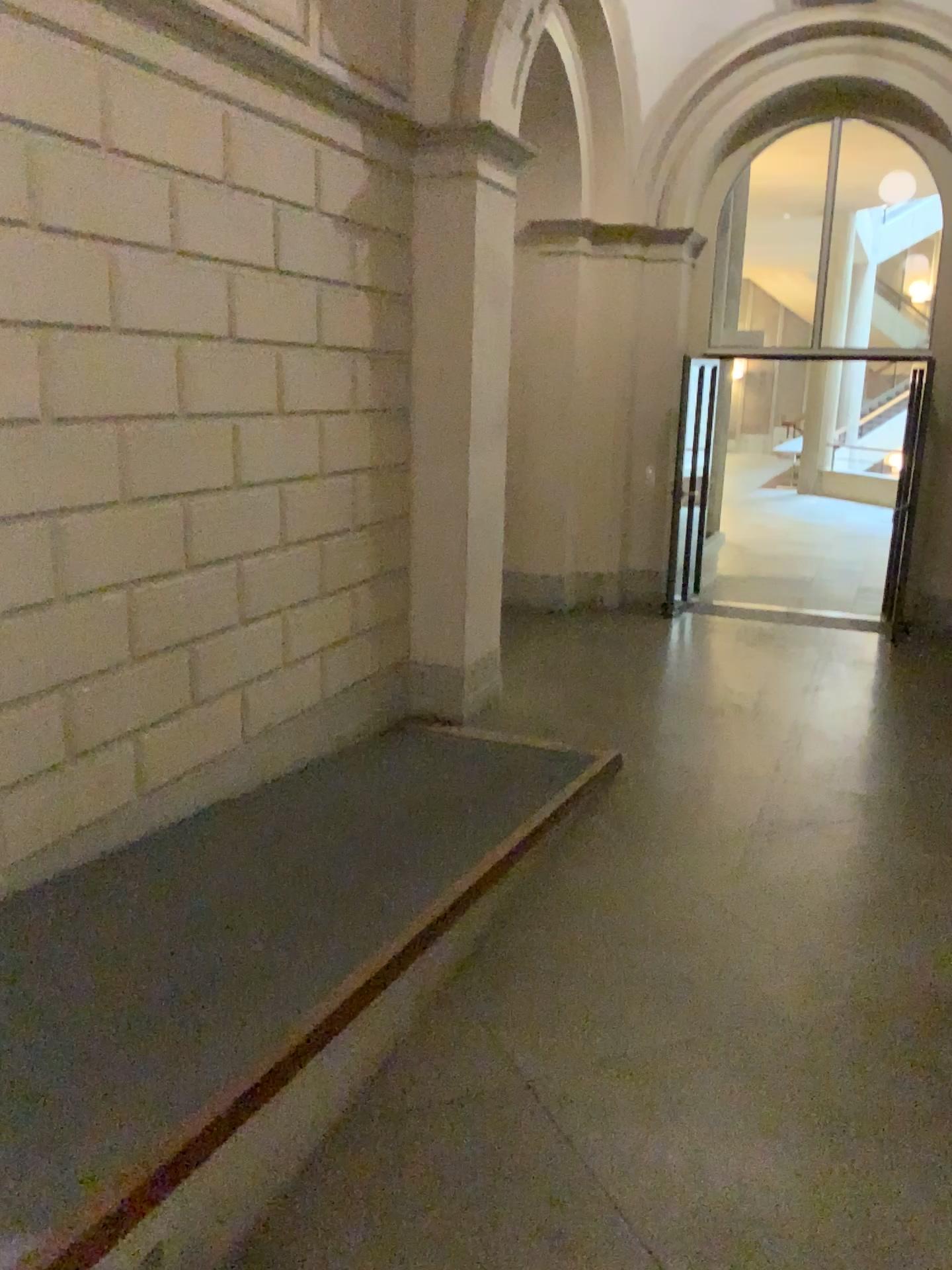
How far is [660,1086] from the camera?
2.9m
